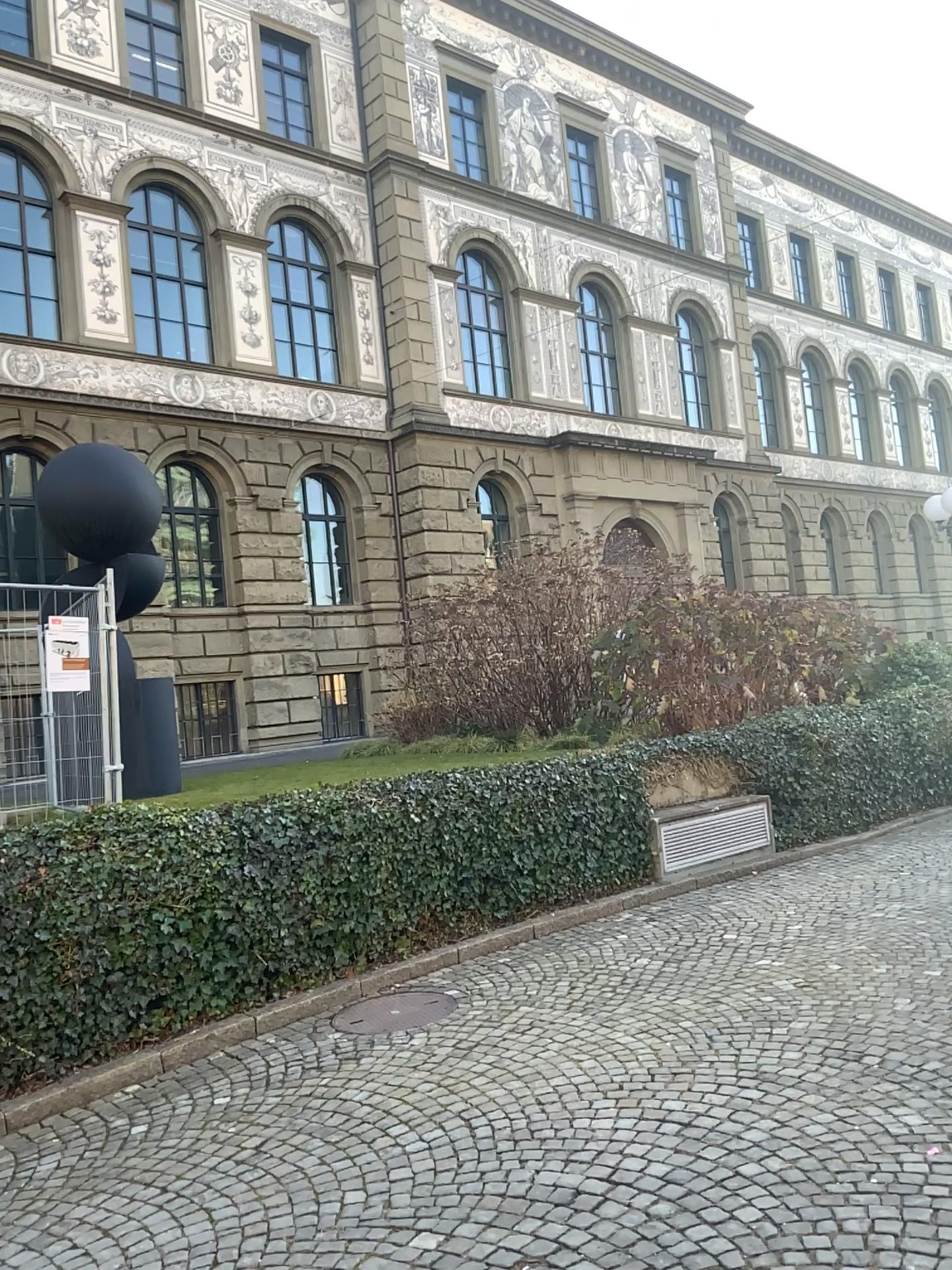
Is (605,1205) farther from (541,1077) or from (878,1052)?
(878,1052)
